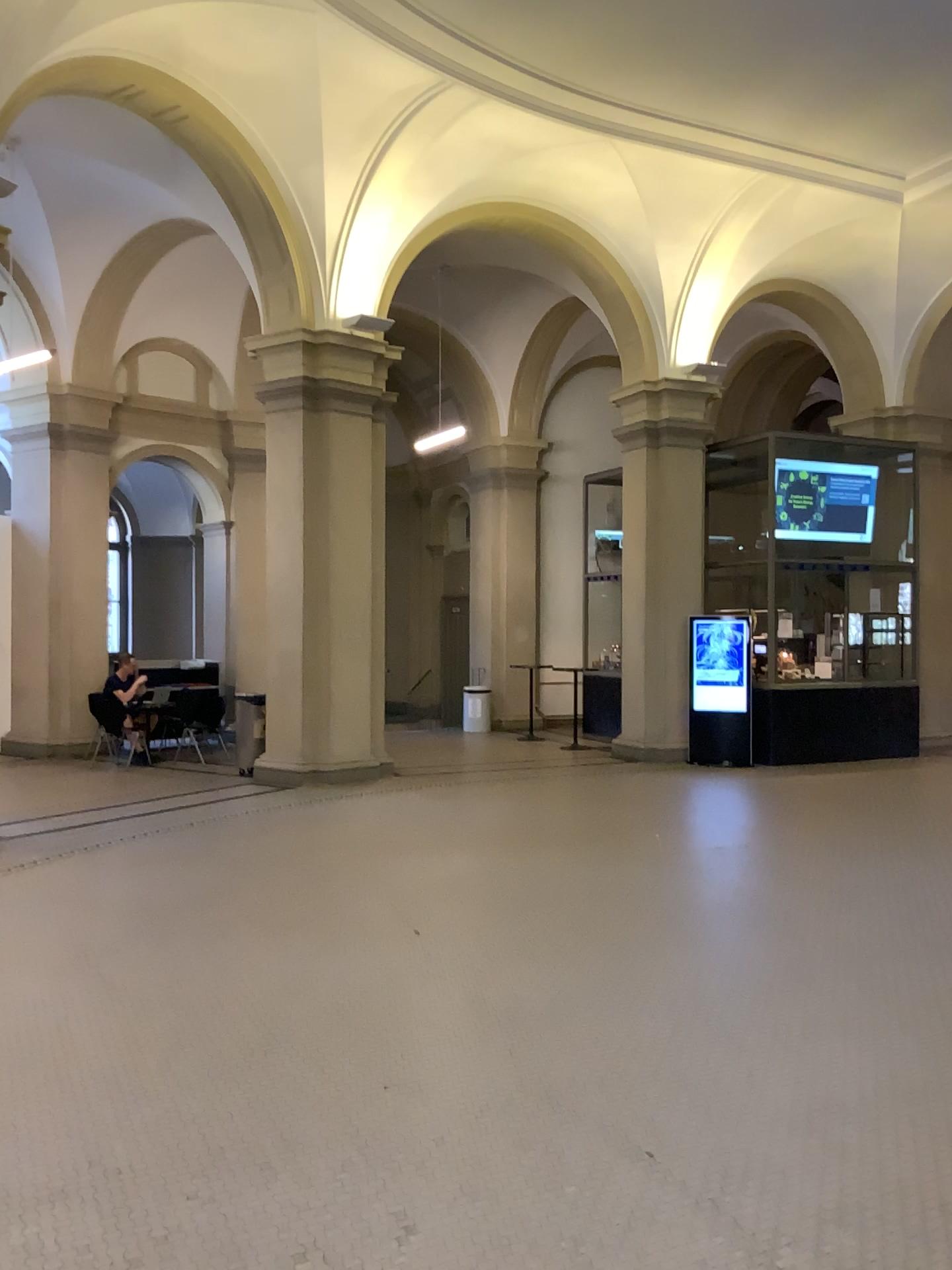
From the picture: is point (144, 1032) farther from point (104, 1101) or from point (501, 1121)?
point (501, 1121)
